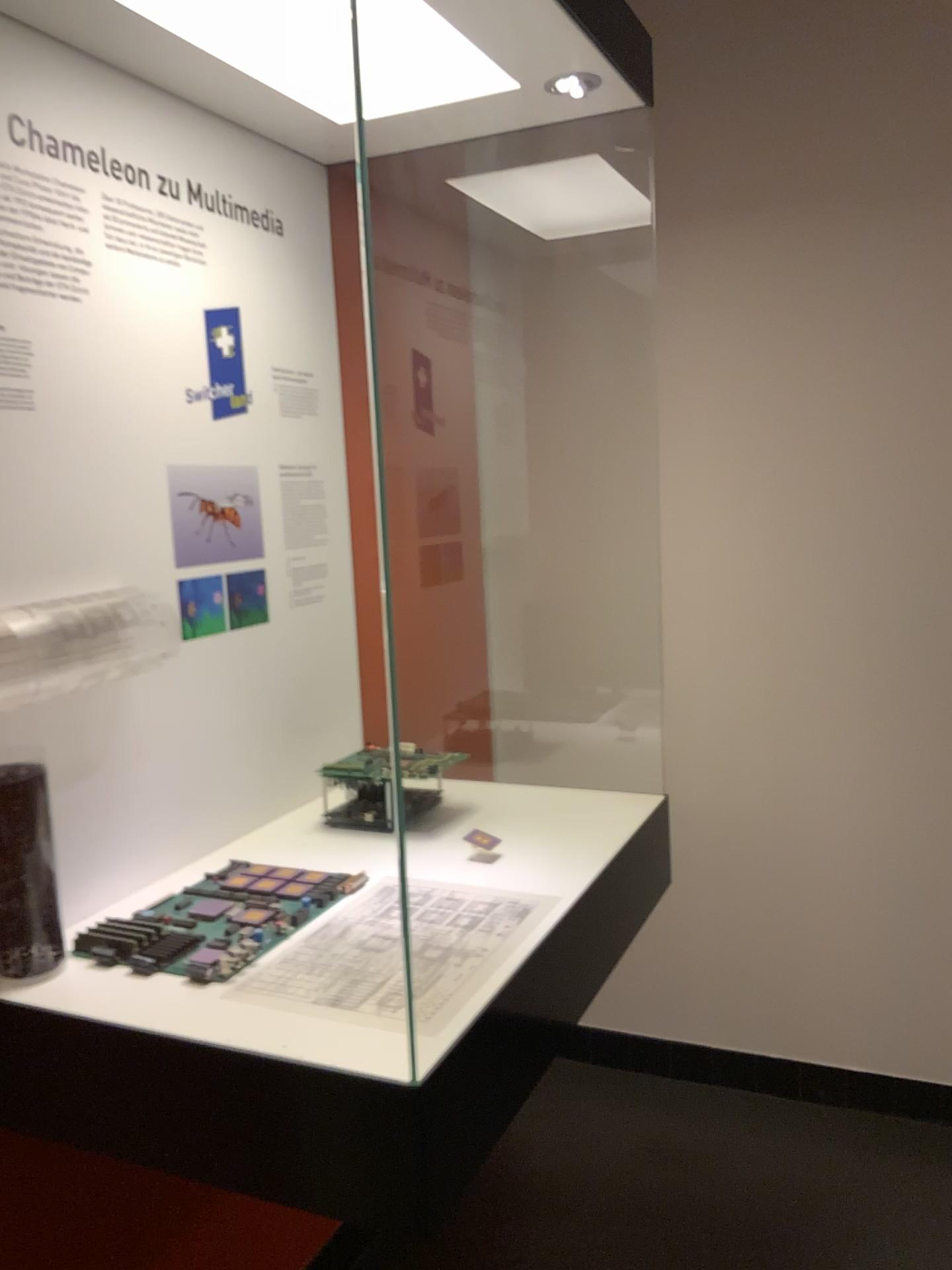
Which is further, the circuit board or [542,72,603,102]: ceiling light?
[542,72,603,102]: ceiling light

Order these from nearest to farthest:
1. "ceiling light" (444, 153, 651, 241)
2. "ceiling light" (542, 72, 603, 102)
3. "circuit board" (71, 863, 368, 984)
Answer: "circuit board" (71, 863, 368, 984) → "ceiling light" (542, 72, 603, 102) → "ceiling light" (444, 153, 651, 241)

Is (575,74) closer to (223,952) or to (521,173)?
(521,173)

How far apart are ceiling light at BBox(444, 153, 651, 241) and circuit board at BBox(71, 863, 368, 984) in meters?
1.2

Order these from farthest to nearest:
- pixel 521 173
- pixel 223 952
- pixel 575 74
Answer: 1. pixel 521 173
2. pixel 575 74
3. pixel 223 952

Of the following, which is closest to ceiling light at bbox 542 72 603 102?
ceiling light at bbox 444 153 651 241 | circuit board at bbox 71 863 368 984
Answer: ceiling light at bbox 444 153 651 241

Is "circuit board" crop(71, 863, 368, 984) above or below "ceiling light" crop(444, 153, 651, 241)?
below

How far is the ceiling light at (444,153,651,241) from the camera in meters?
1.8

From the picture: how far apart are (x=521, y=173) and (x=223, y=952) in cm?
131

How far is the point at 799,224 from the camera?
2.20m
